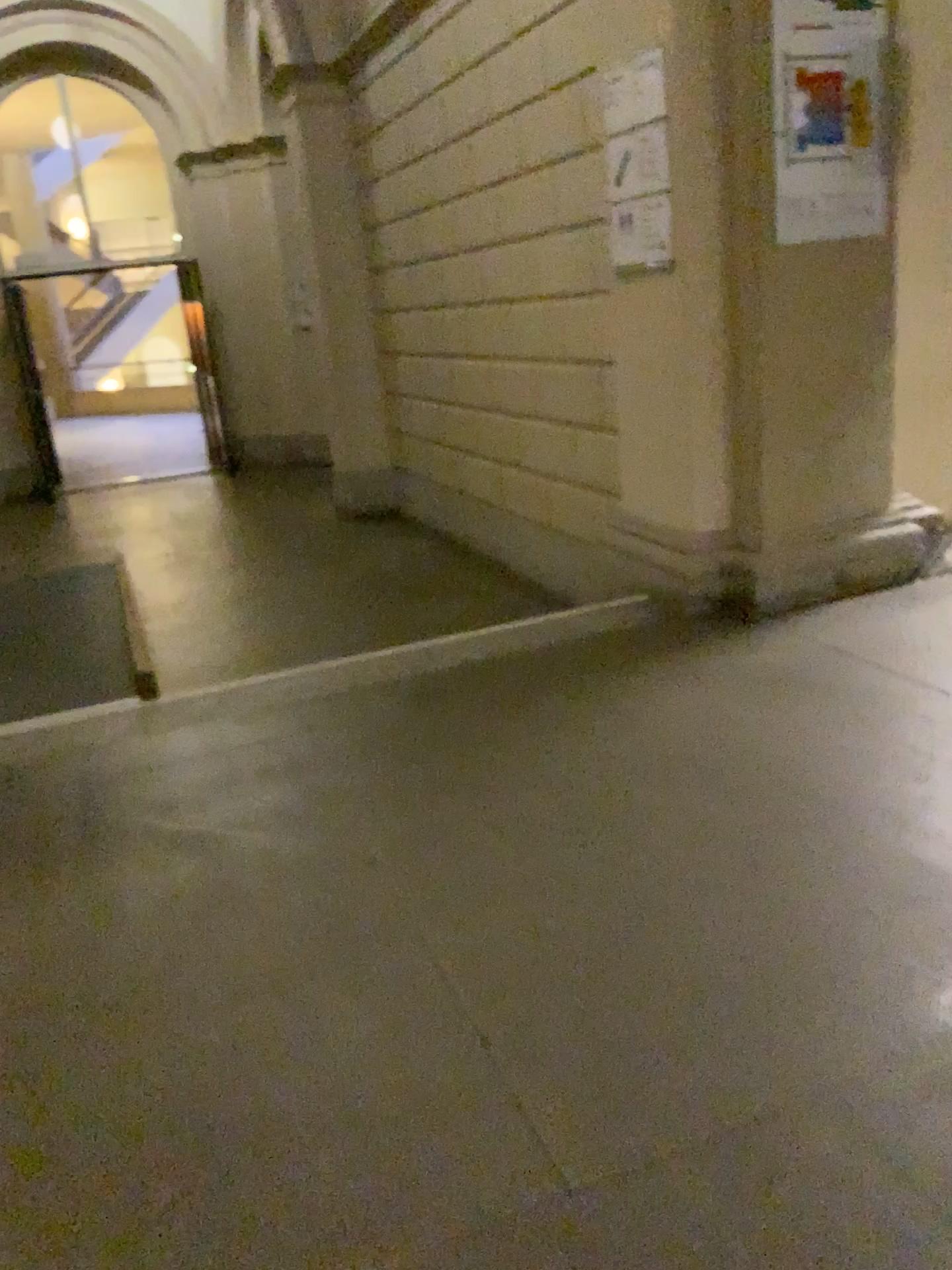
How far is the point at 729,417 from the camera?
3.67m

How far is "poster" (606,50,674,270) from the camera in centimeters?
352cm

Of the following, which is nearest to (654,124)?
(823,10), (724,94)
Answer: (724,94)

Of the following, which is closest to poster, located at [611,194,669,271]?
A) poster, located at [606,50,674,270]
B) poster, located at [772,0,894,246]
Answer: poster, located at [606,50,674,270]

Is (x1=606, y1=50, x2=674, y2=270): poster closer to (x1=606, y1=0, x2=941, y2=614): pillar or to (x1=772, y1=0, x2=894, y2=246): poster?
(x1=606, y1=0, x2=941, y2=614): pillar

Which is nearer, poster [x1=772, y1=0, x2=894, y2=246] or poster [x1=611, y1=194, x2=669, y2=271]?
poster [x1=772, y1=0, x2=894, y2=246]

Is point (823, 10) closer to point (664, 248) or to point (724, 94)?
point (724, 94)

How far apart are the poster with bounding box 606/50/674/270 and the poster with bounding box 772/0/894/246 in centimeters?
36cm

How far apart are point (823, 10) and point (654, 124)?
0.59m
